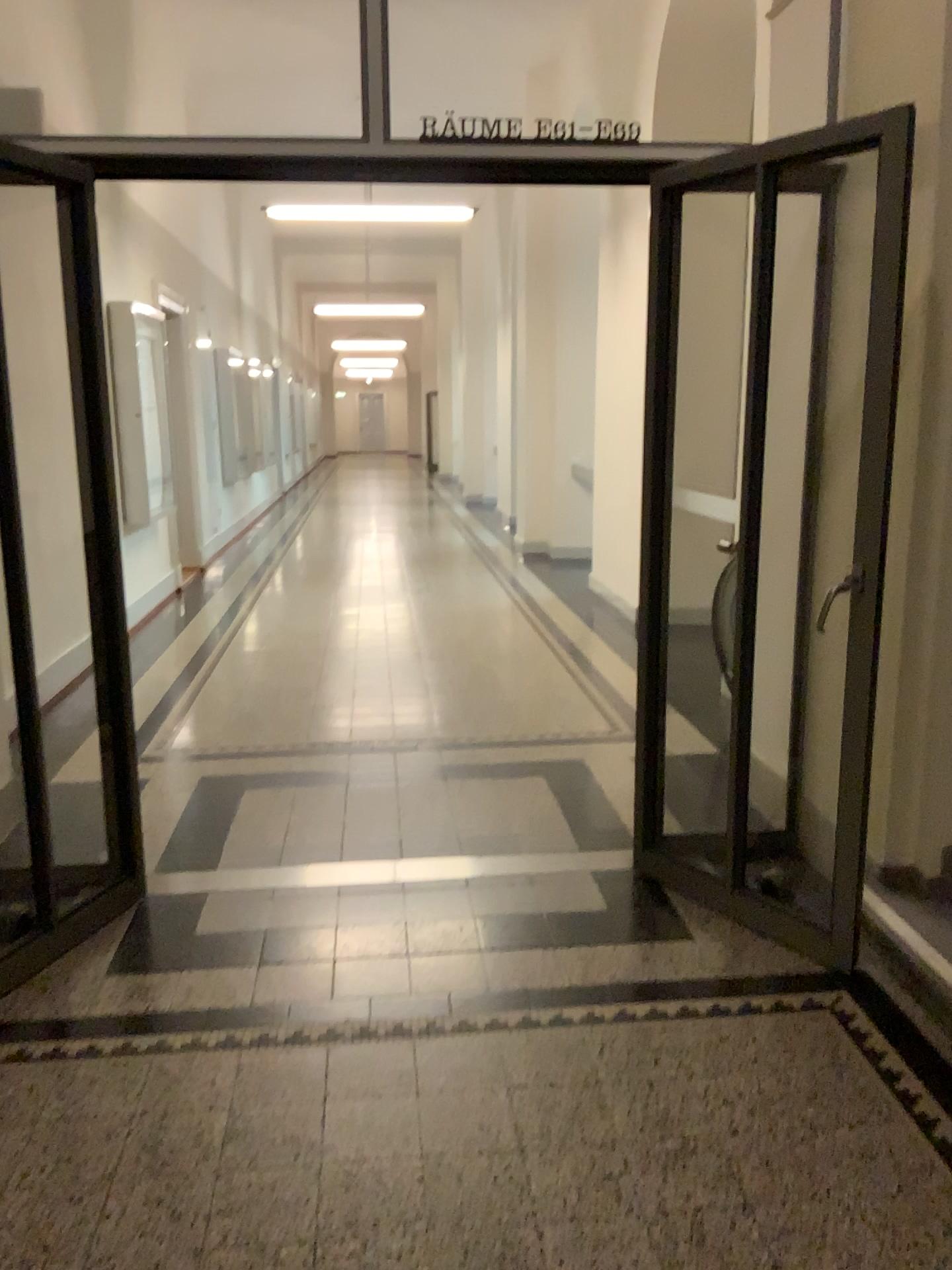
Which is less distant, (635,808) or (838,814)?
(838,814)
